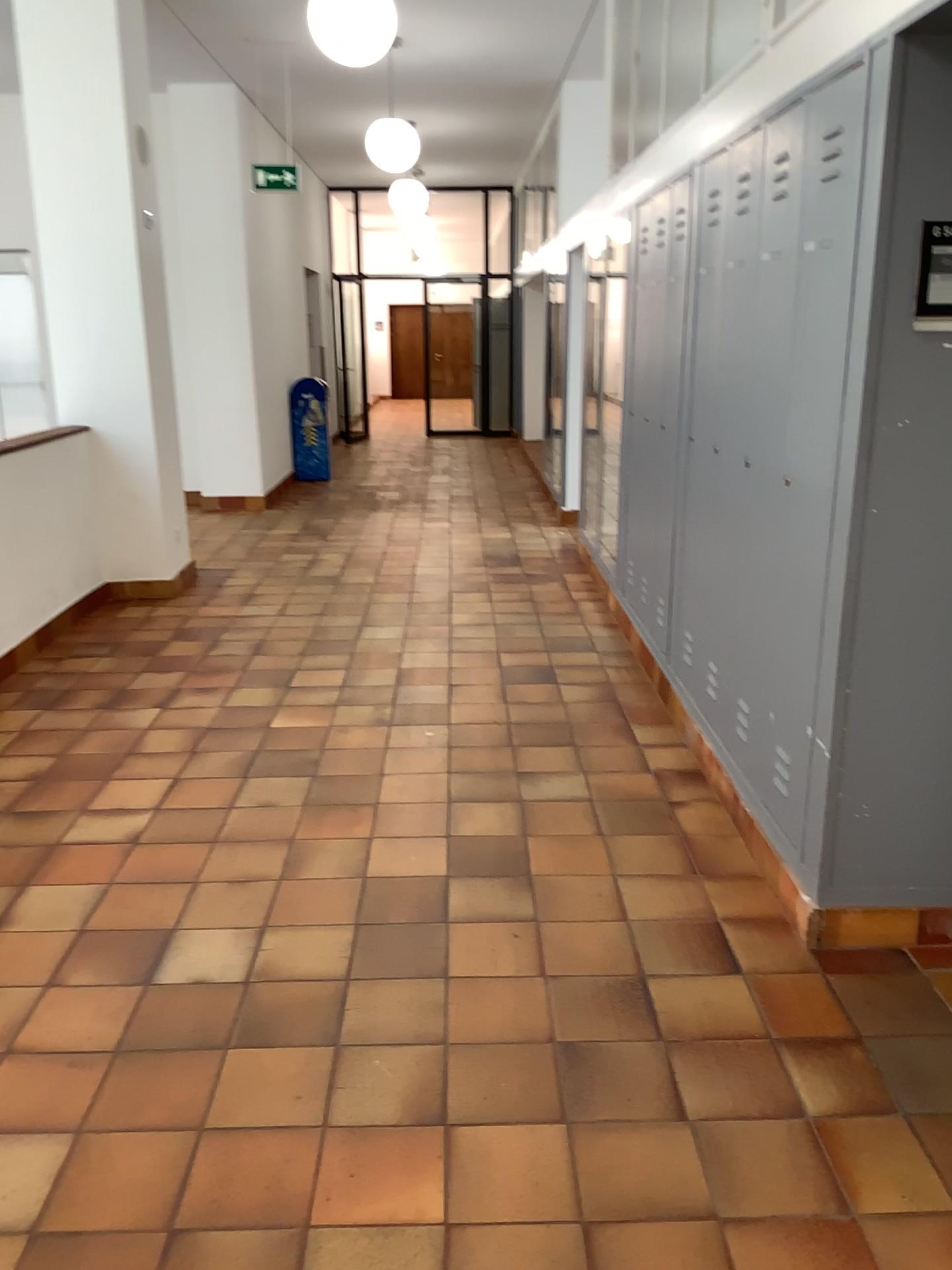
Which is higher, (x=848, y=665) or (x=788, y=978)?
(x=848, y=665)
